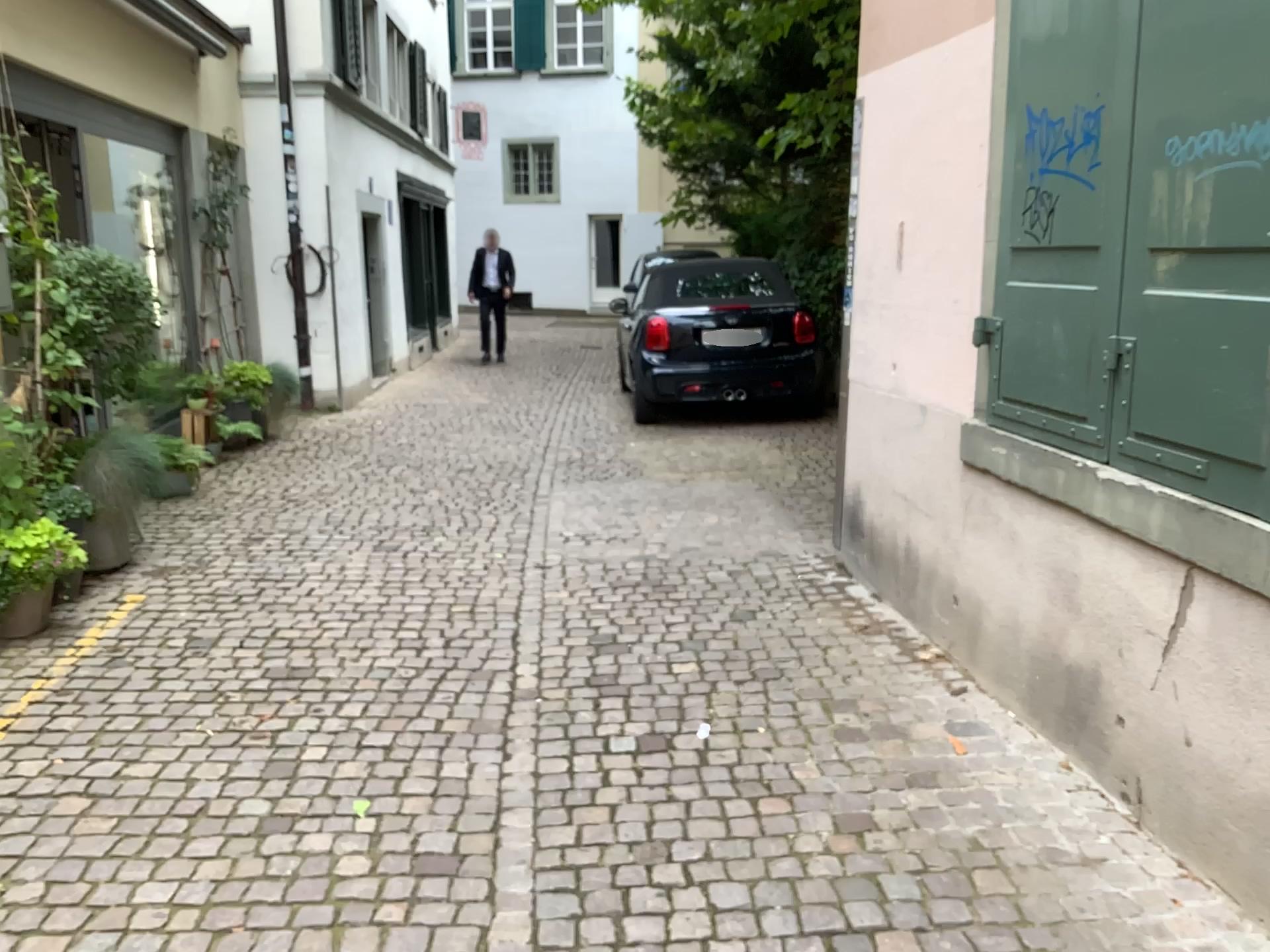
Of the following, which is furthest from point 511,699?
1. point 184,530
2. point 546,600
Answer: point 184,530

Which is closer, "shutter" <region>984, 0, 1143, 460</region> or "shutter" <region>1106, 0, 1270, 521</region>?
"shutter" <region>1106, 0, 1270, 521</region>

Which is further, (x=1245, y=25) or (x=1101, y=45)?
(x=1101, y=45)
